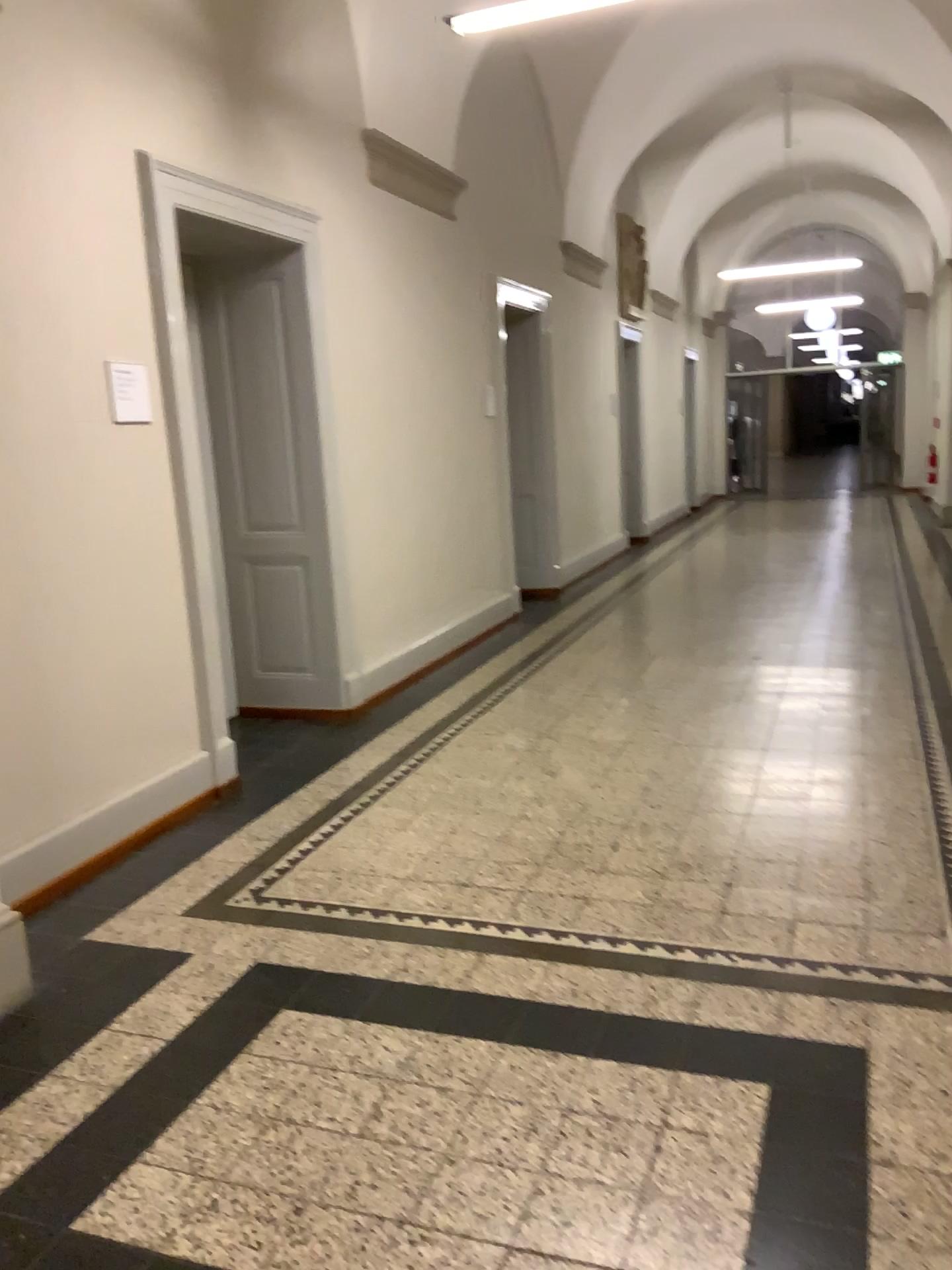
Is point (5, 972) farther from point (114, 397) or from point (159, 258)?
point (159, 258)

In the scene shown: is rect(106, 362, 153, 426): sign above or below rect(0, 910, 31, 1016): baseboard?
above

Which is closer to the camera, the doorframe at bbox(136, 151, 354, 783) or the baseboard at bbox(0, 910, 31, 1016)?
the baseboard at bbox(0, 910, 31, 1016)

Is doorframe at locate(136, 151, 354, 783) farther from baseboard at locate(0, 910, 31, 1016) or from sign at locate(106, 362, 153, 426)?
baseboard at locate(0, 910, 31, 1016)

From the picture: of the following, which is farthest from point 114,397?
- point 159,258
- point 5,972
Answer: point 5,972

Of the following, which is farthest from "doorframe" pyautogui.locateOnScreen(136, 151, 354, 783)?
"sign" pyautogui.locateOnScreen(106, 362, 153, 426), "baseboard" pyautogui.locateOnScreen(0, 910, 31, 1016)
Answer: "baseboard" pyautogui.locateOnScreen(0, 910, 31, 1016)

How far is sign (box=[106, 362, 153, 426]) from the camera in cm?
371

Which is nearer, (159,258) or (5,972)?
(5,972)

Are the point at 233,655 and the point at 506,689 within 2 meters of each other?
yes
